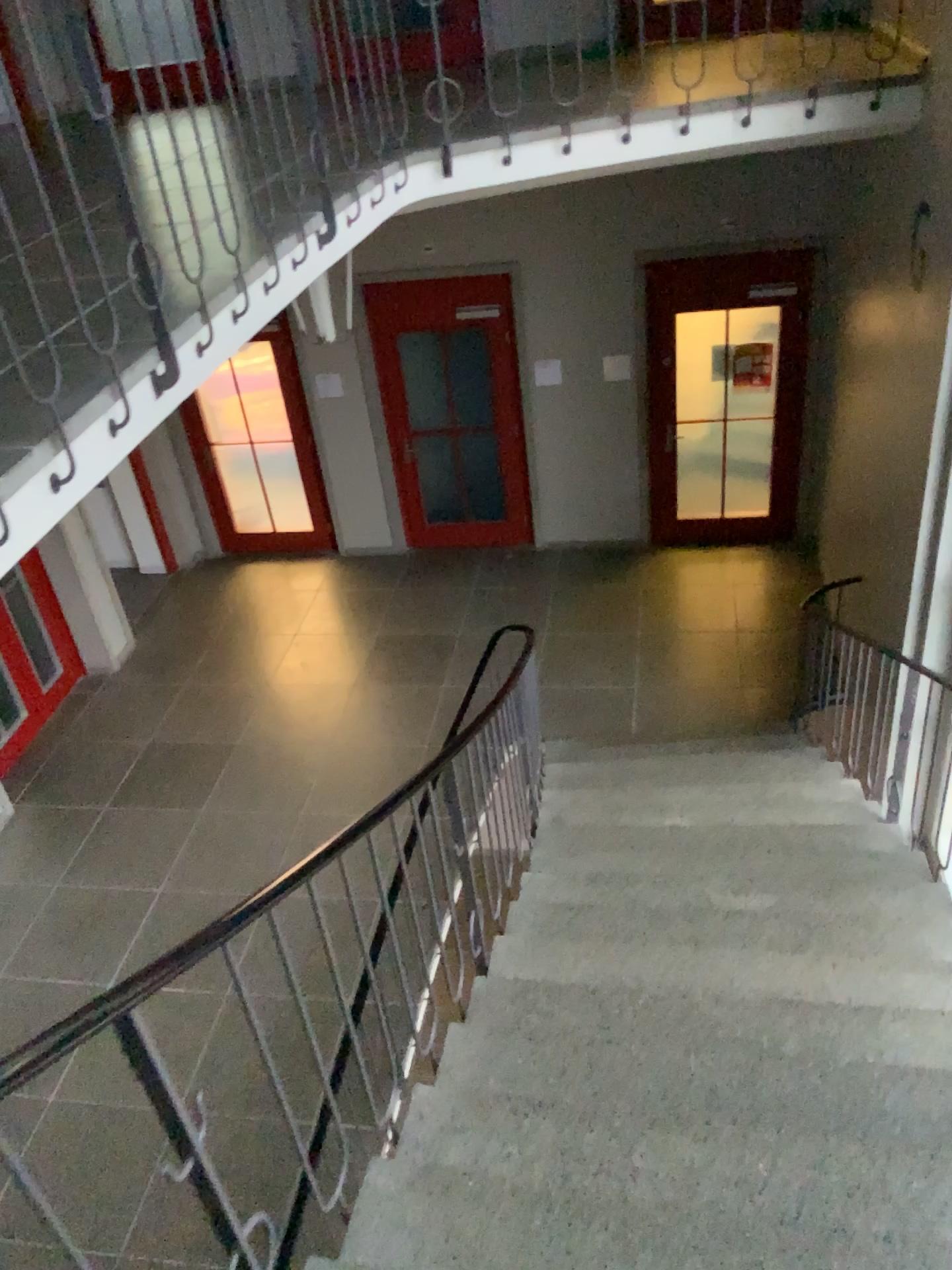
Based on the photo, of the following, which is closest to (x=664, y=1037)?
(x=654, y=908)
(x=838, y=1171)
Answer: (x=838, y=1171)
